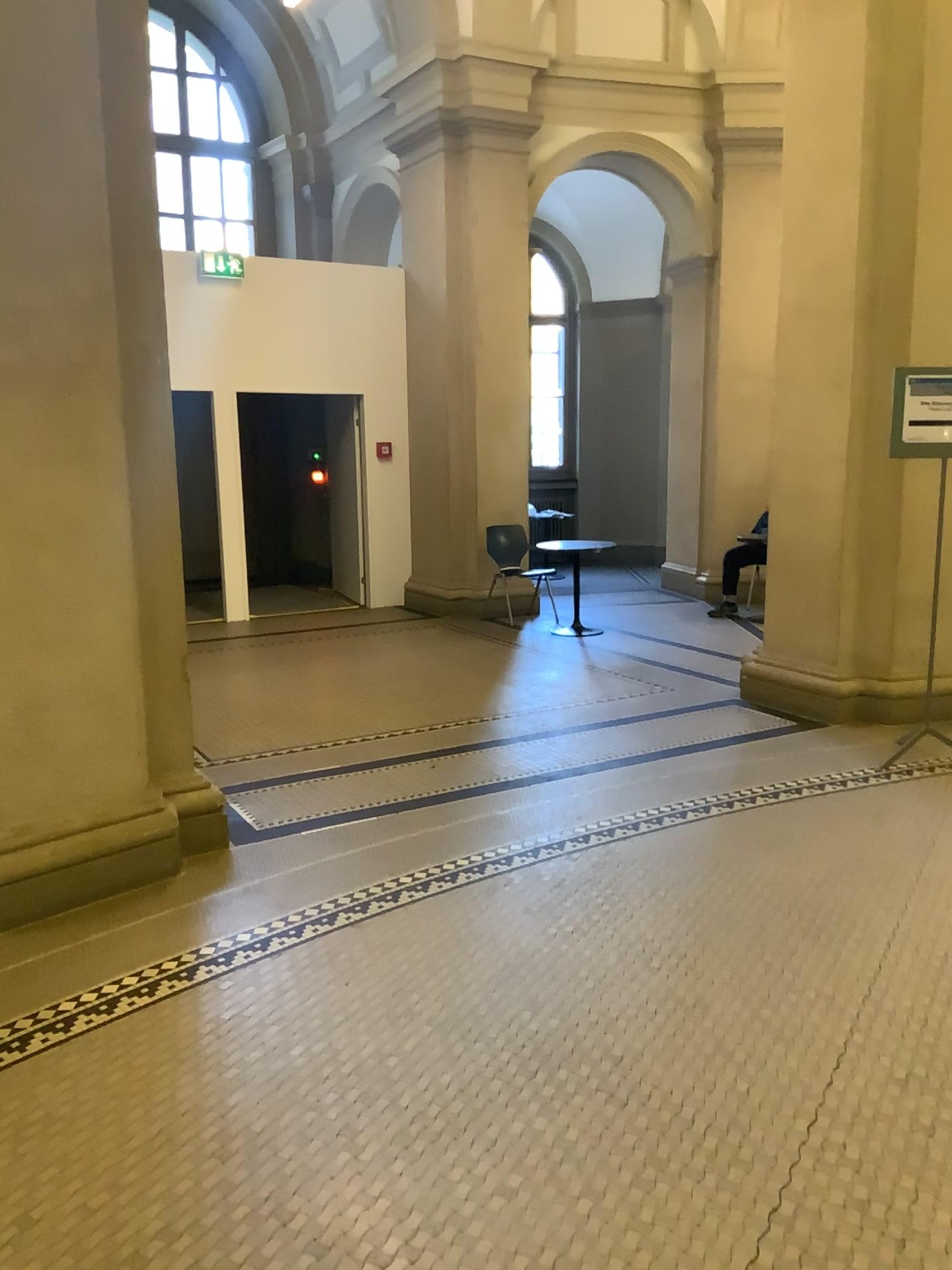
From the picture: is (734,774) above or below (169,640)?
below
